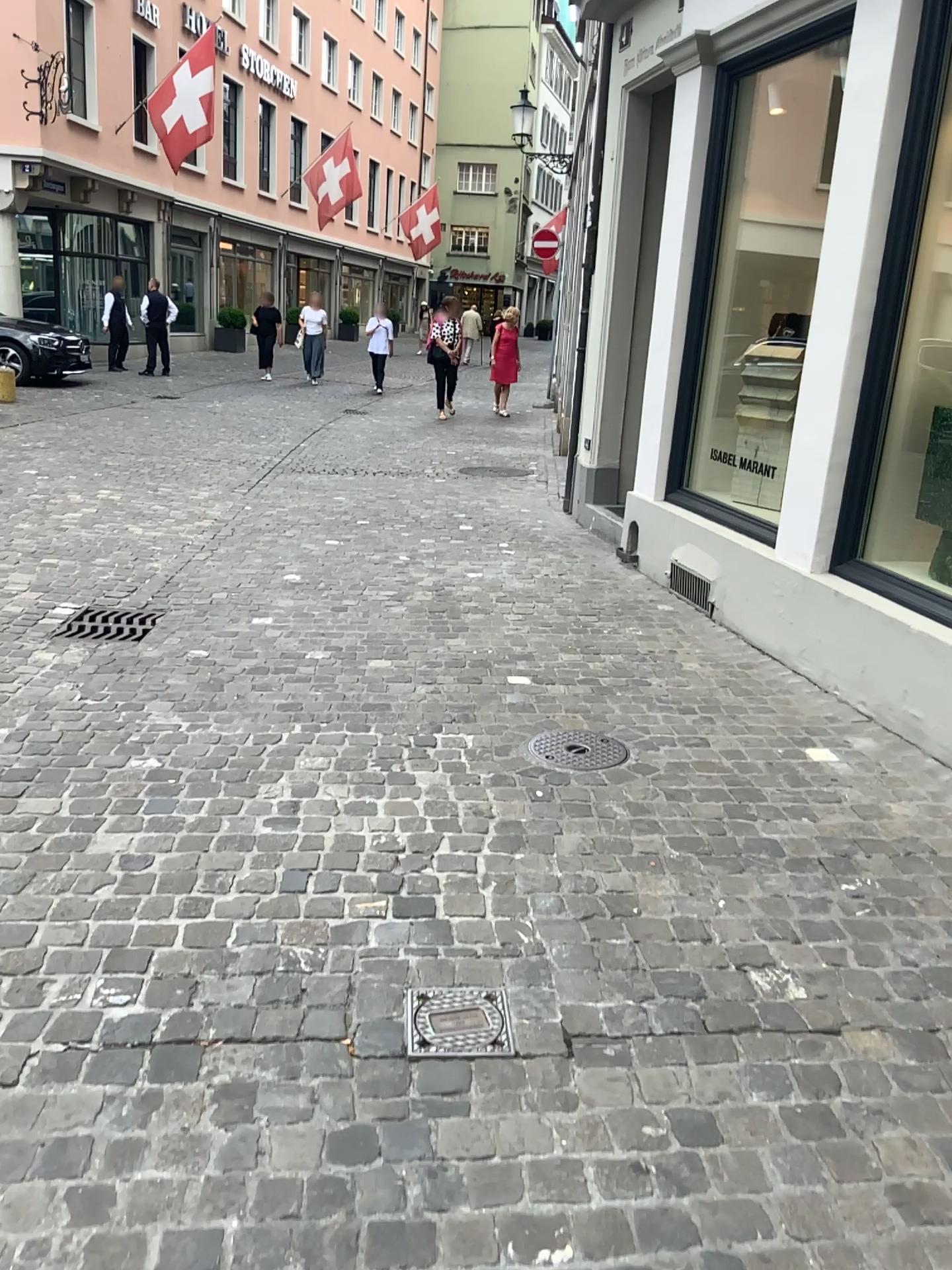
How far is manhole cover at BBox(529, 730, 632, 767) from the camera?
3.42m

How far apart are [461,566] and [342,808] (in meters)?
3.10

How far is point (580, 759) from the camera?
3.4m

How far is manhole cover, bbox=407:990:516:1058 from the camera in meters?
2.0

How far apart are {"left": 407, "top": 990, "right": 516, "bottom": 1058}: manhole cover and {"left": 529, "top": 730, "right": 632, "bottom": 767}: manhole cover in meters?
1.3 m

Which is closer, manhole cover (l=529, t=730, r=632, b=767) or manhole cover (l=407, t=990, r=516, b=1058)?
manhole cover (l=407, t=990, r=516, b=1058)

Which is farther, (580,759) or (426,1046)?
(580,759)

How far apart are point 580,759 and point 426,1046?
1.5 meters
